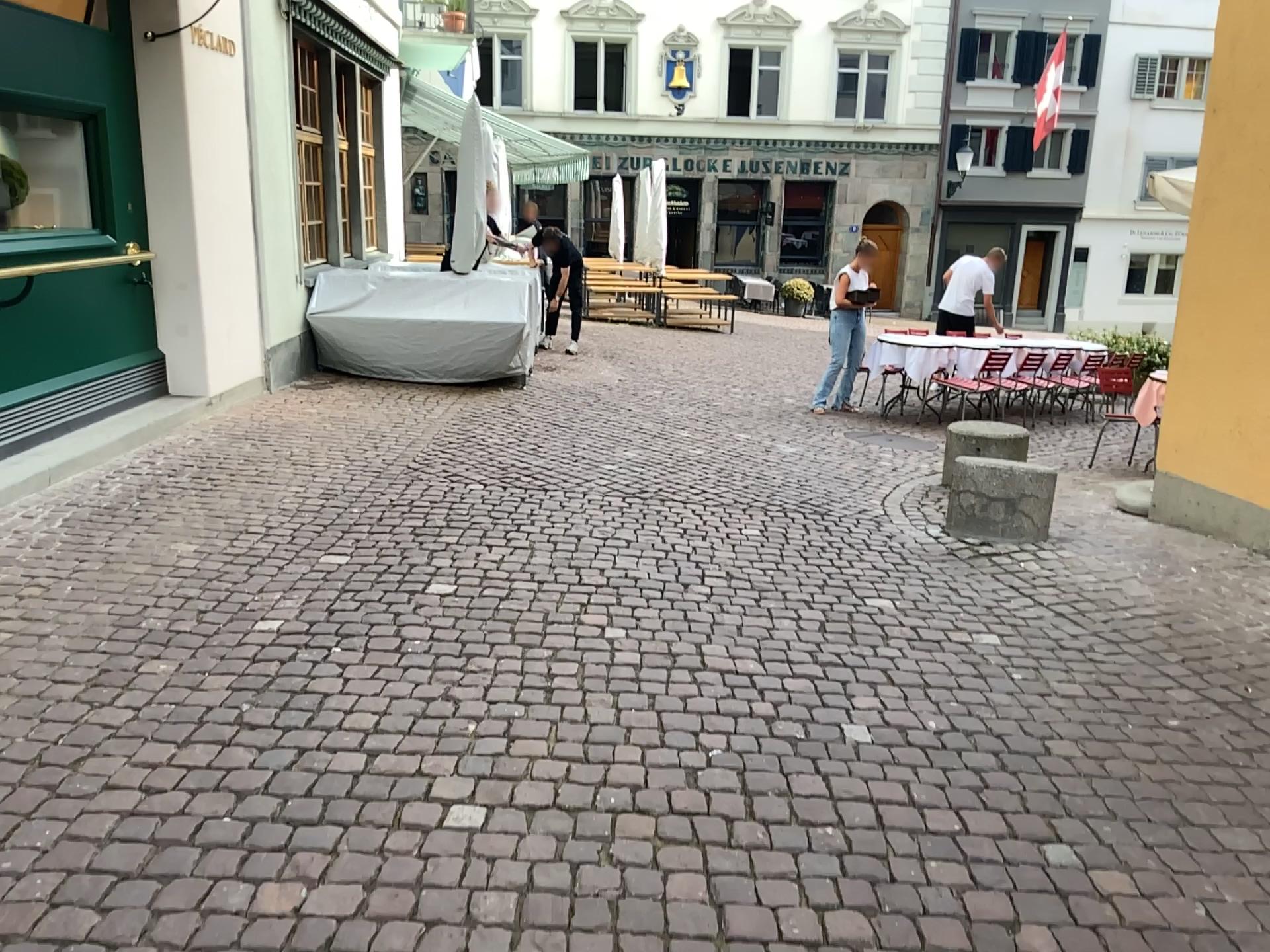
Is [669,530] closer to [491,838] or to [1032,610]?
[1032,610]
